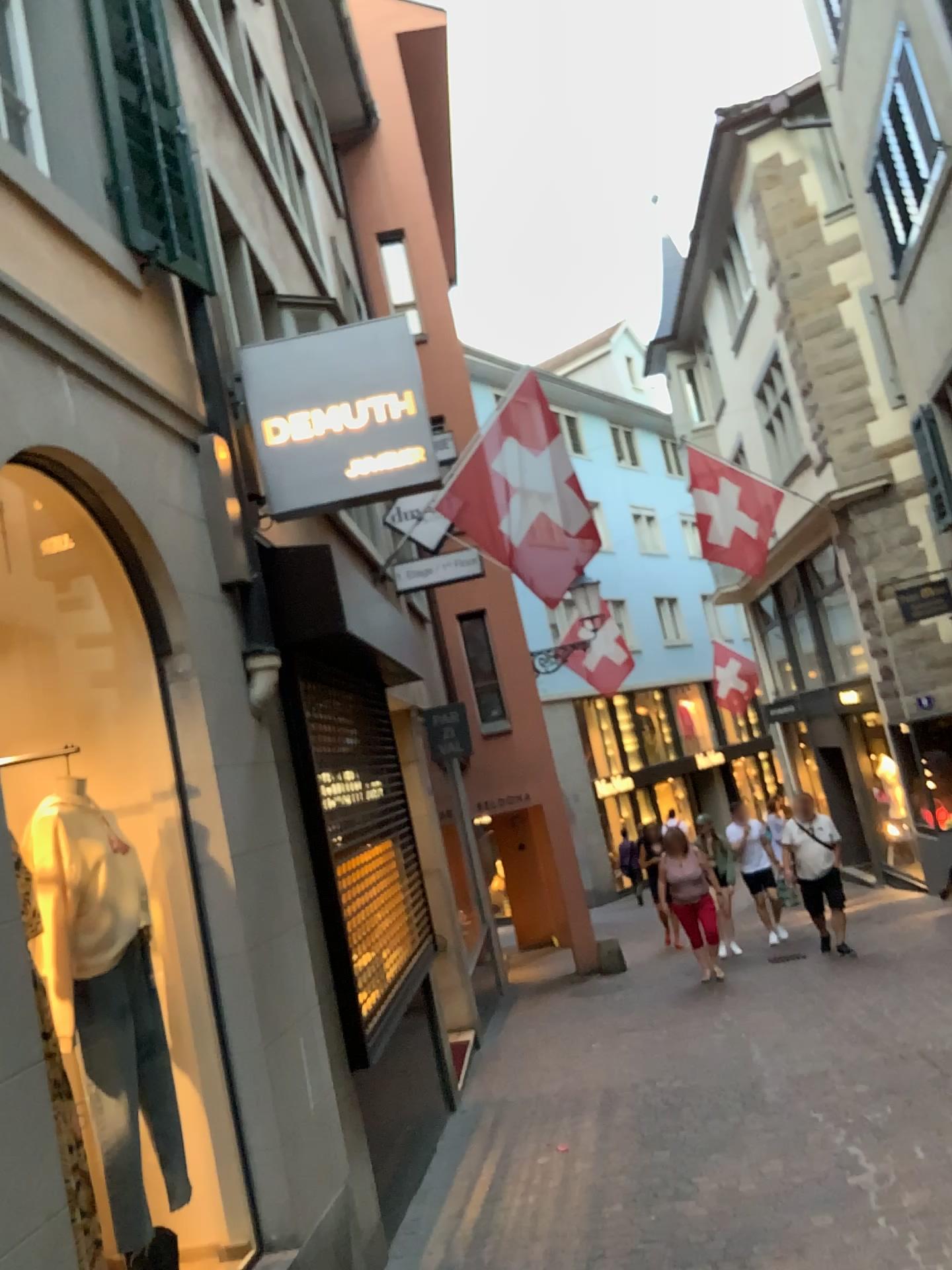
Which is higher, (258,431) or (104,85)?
(104,85)

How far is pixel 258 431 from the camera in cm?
483

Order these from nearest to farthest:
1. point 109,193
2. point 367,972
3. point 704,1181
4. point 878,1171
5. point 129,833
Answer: point 129,833 < point 109,193 < point 878,1171 < point 704,1181 < point 367,972

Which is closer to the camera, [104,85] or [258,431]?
[104,85]

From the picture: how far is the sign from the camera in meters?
4.8

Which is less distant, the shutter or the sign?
the shutter

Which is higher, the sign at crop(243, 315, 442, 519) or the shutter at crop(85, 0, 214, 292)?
the shutter at crop(85, 0, 214, 292)
